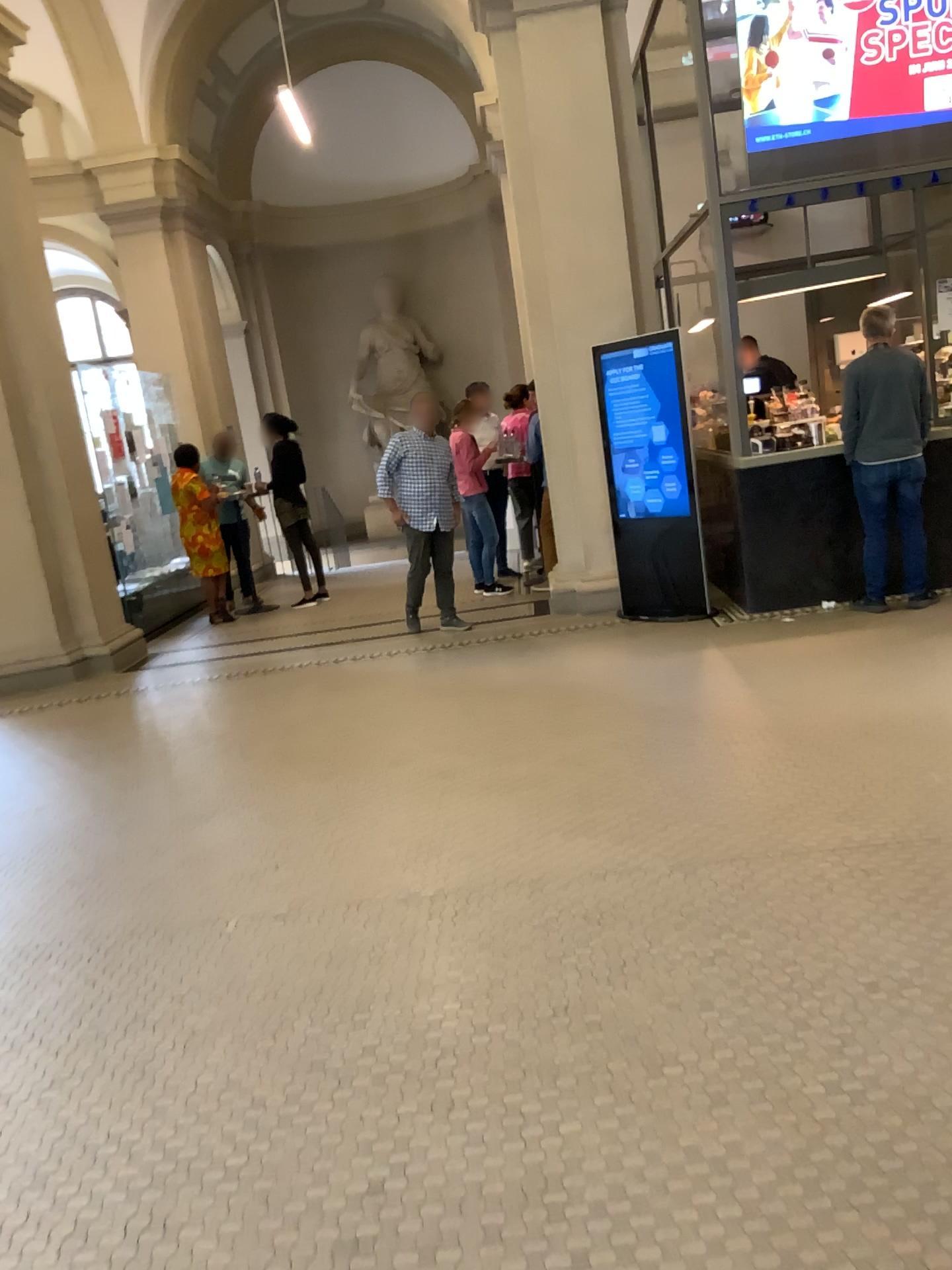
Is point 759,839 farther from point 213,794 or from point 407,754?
point 213,794
